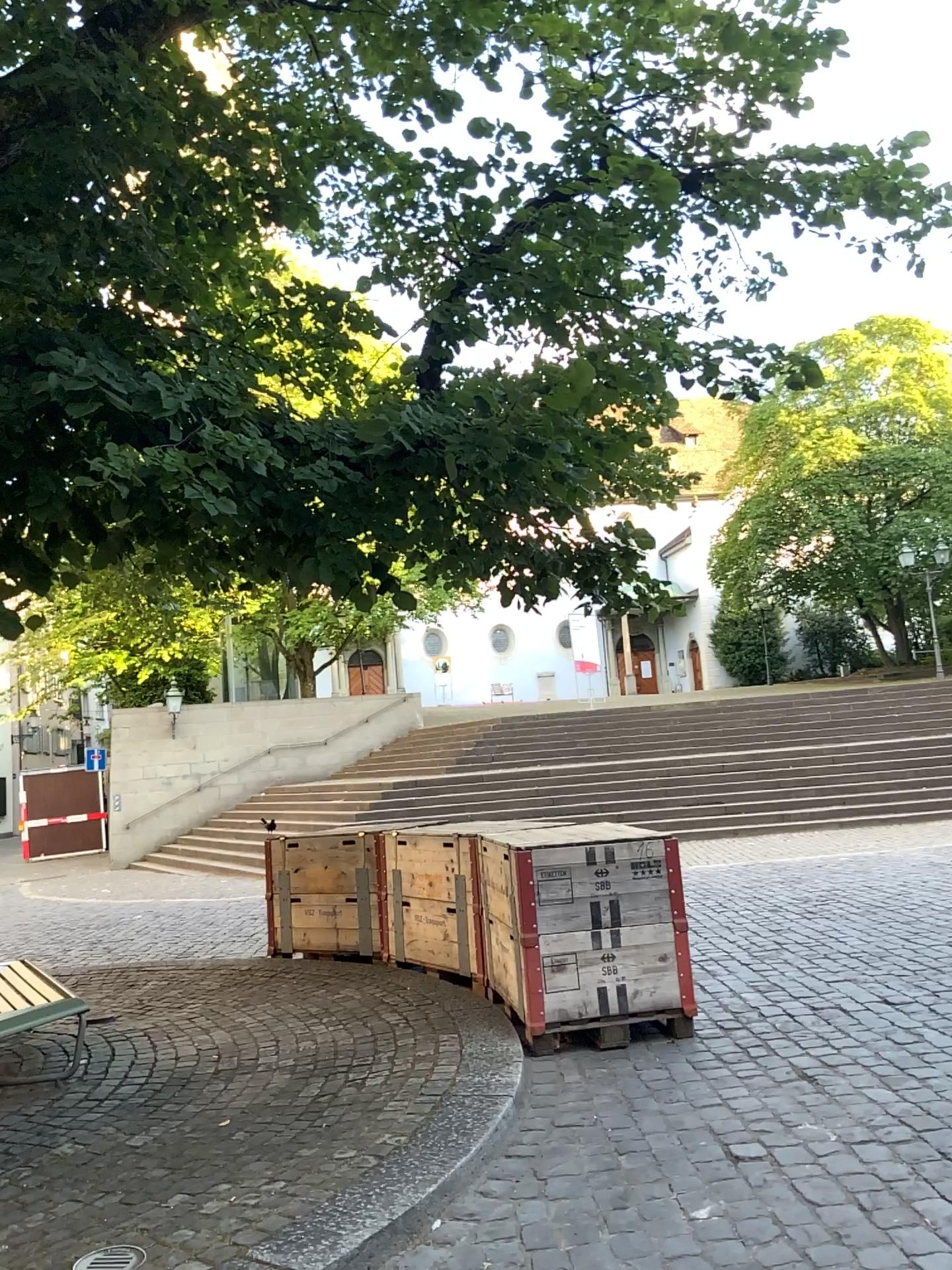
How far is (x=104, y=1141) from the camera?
3.99m
